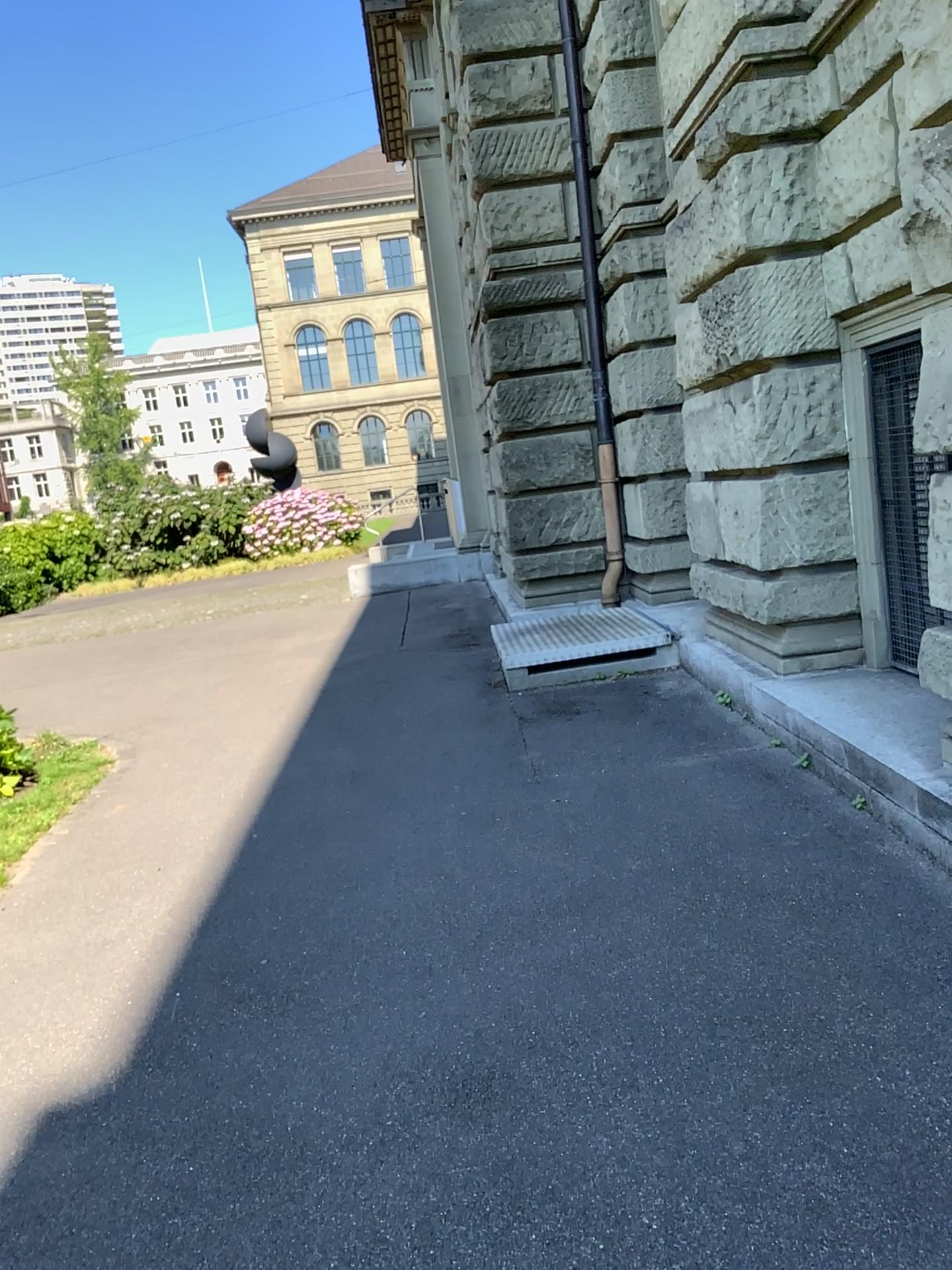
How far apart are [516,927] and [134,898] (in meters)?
1.65
